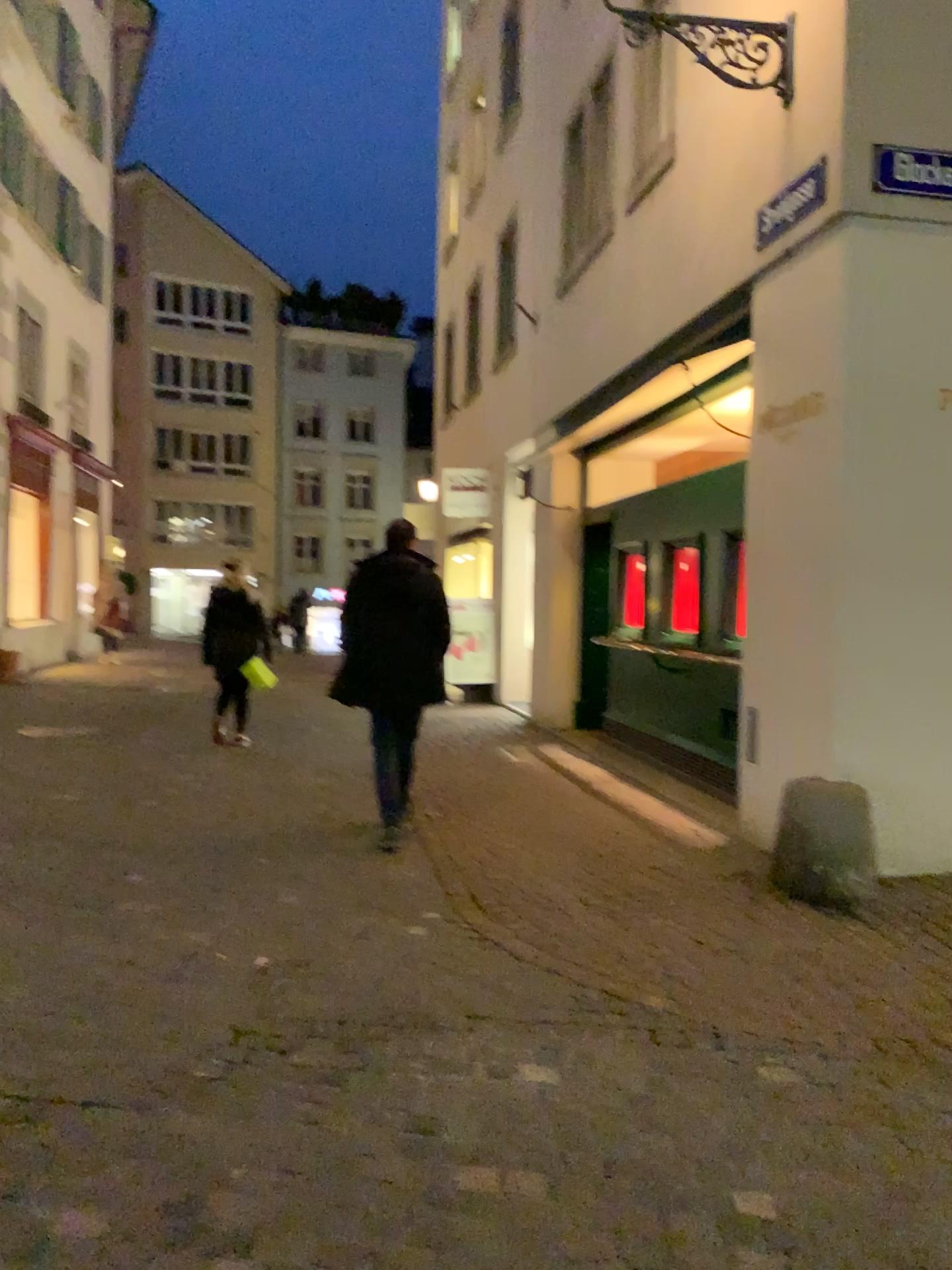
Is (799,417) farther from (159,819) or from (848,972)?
(159,819)
